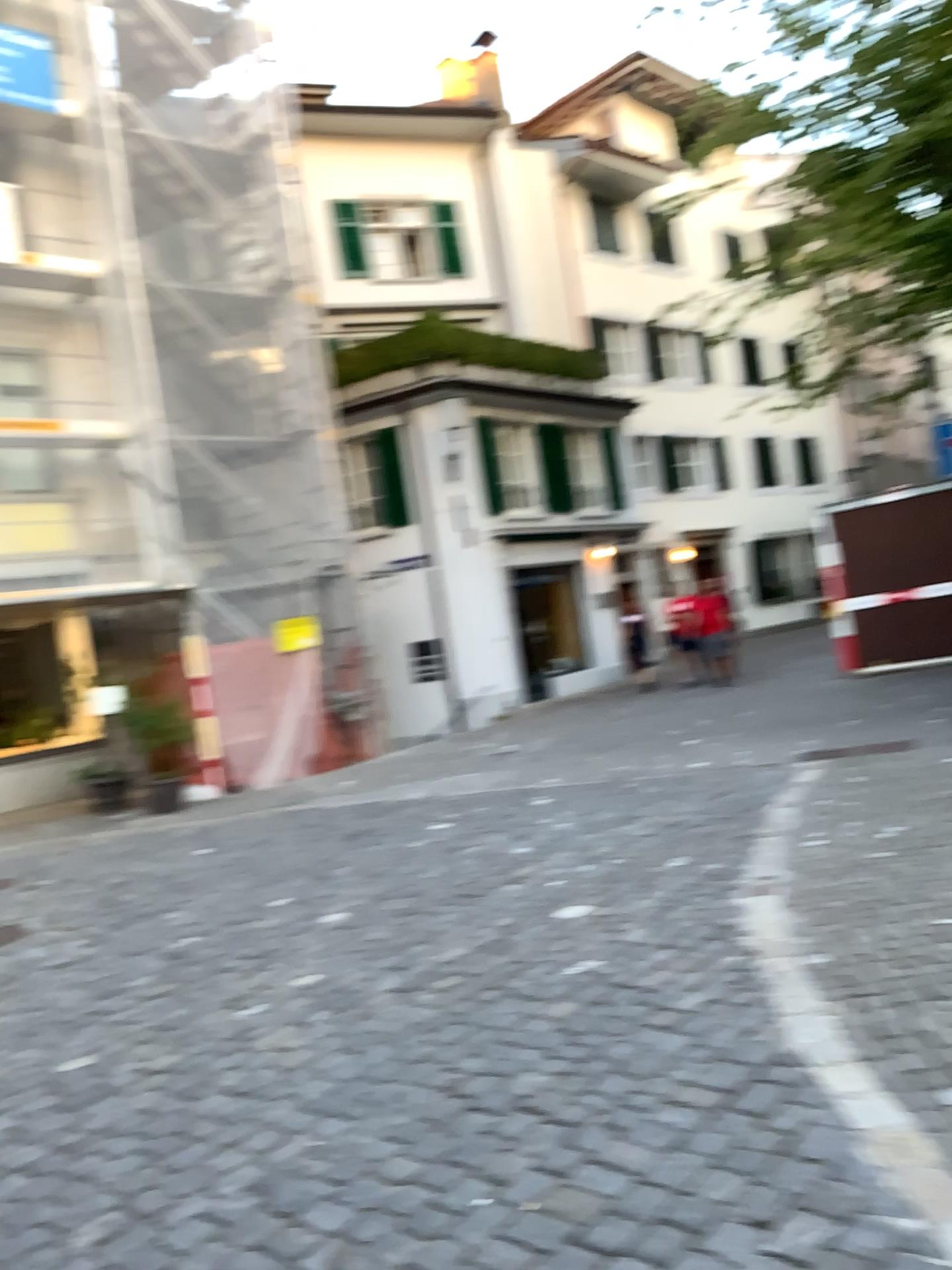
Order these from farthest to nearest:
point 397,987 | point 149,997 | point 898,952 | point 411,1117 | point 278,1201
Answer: point 149,997 → point 397,987 → point 898,952 → point 411,1117 → point 278,1201
